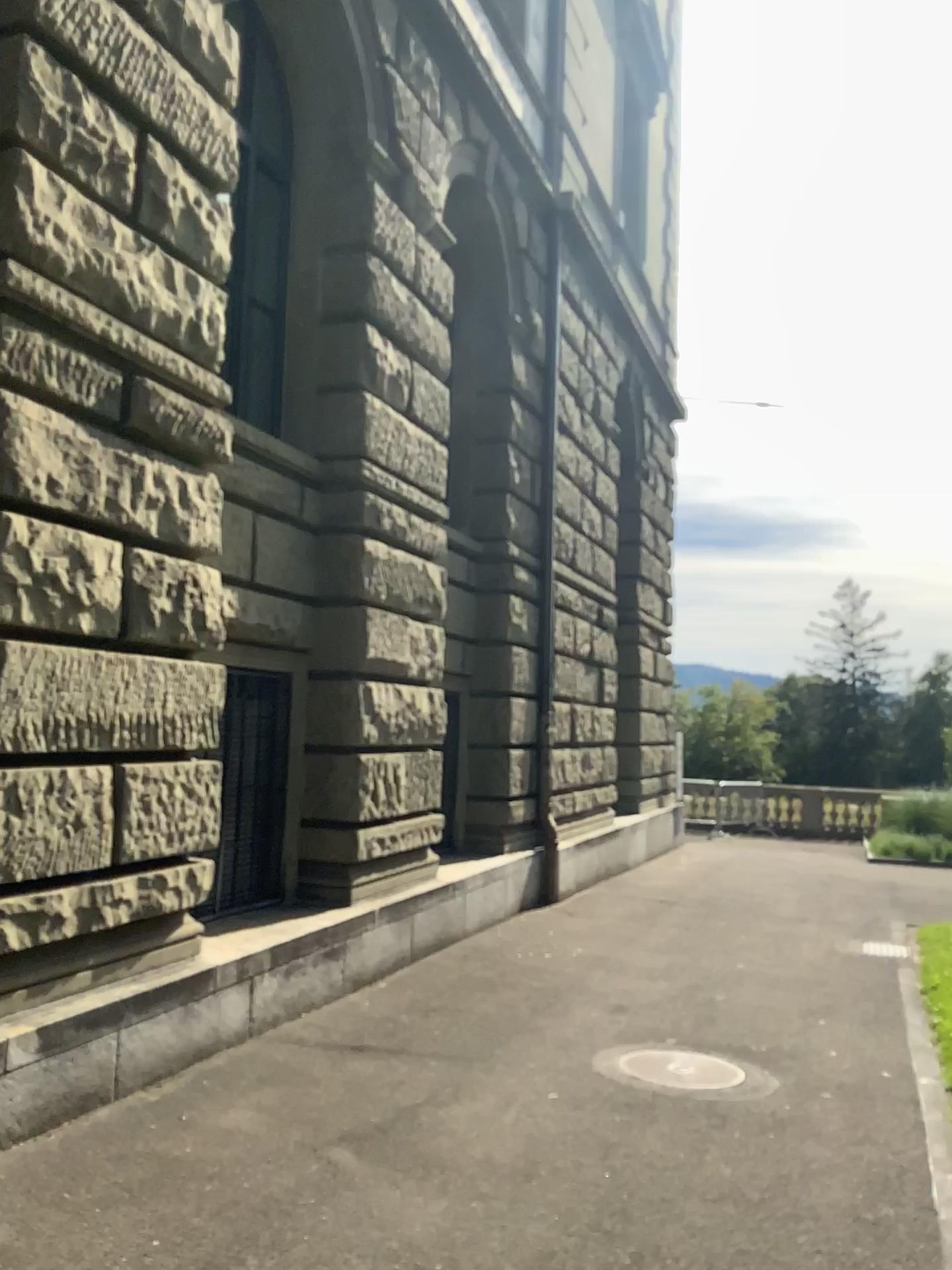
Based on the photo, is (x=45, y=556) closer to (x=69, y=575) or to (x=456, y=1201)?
(x=69, y=575)
